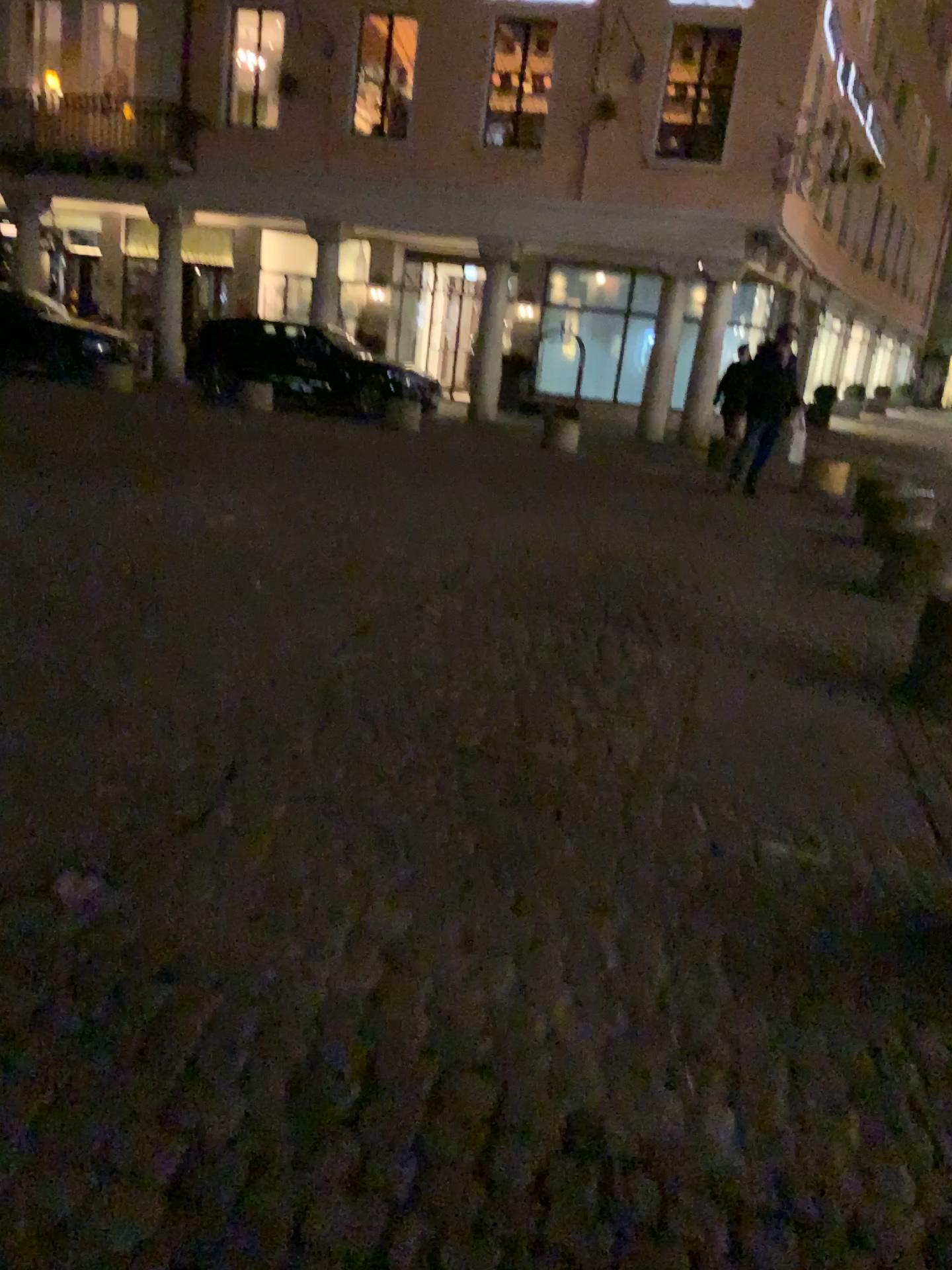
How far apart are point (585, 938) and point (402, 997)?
0.5 meters
